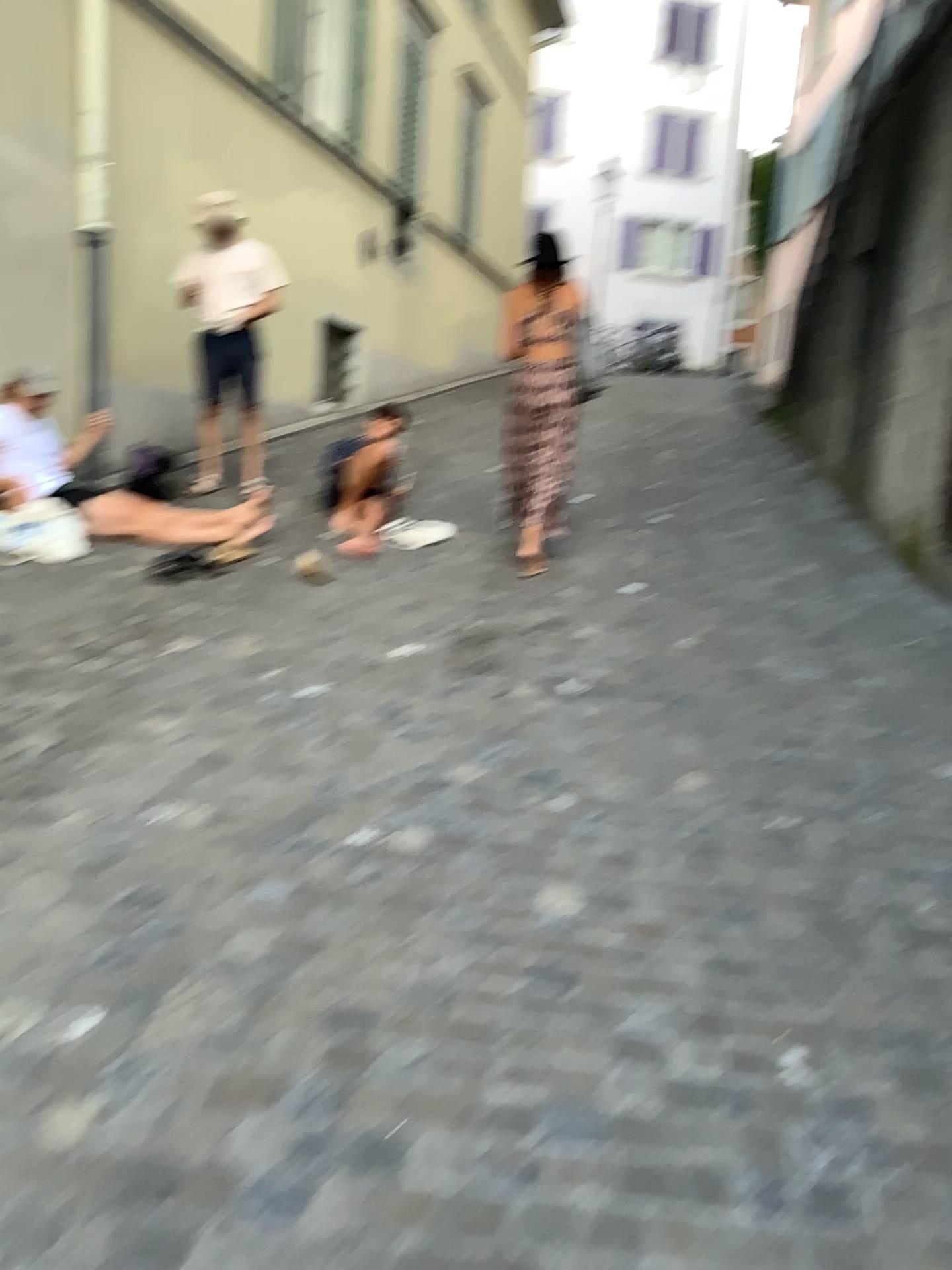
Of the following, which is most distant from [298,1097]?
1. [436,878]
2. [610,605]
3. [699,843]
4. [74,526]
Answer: [74,526]
